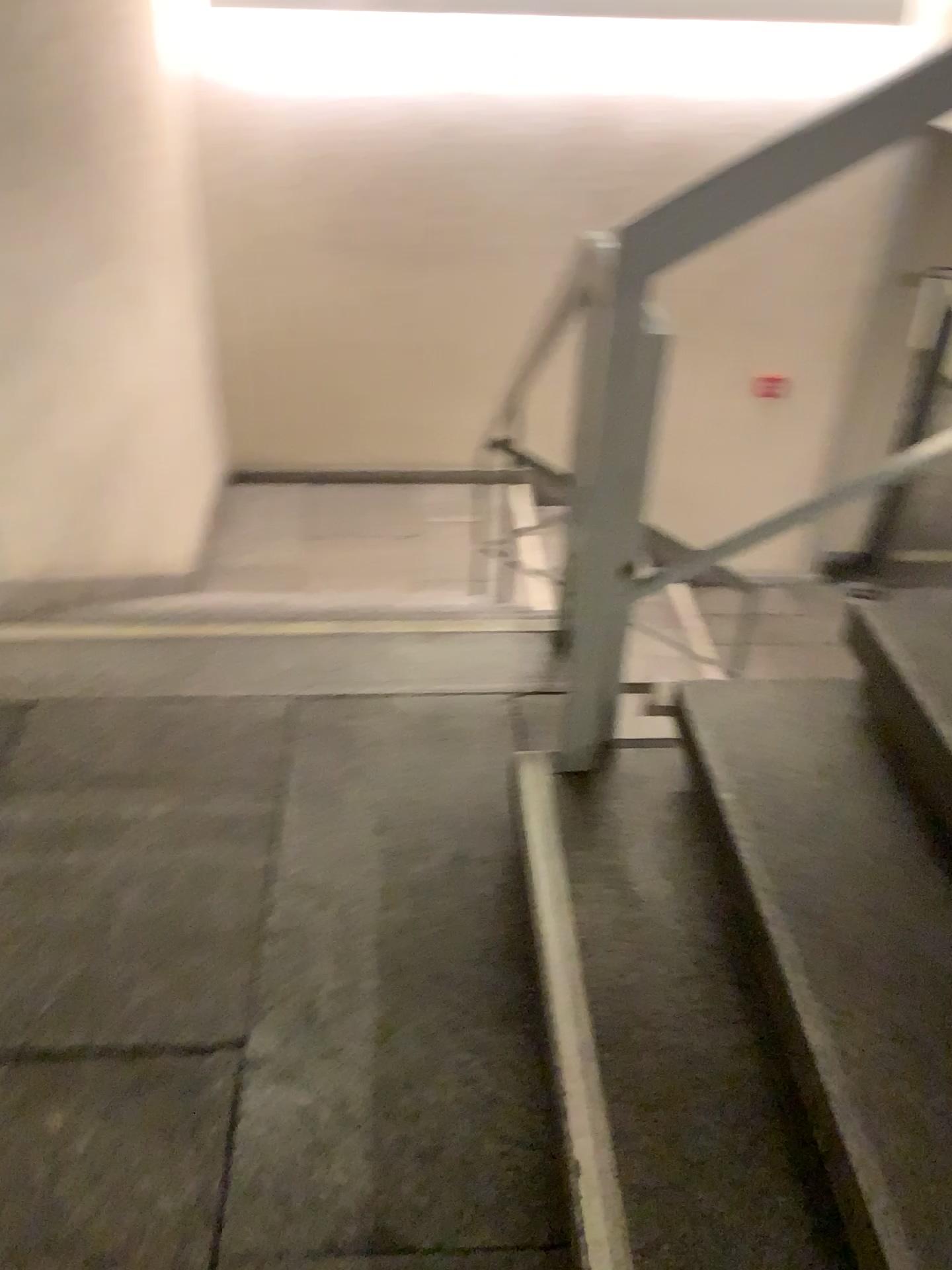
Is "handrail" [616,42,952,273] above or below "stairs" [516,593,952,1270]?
above

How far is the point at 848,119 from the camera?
1.3m

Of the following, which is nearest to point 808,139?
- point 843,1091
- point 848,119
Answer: point 848,119

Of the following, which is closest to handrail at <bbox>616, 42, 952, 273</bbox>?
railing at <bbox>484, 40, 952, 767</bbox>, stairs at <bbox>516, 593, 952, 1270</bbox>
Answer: railing at <bbox>484, 40, 952, 767</bbox>

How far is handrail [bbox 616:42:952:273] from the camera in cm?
132

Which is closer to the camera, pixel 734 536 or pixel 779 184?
pixel 779 184

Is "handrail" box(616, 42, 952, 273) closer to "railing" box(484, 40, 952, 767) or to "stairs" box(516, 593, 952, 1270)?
"railing" box(484, 40, 952, 767)

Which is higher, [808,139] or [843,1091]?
[808,139]
